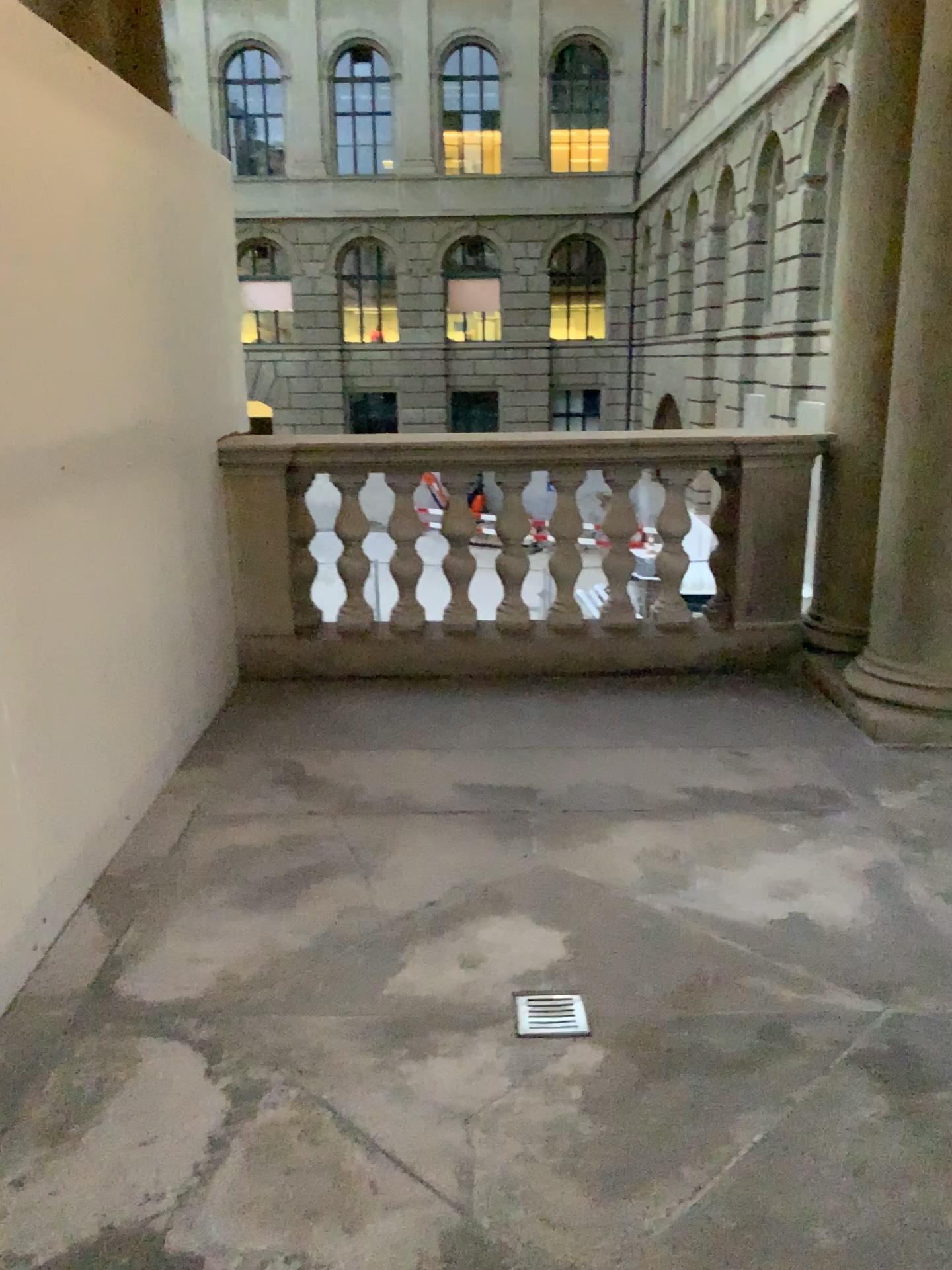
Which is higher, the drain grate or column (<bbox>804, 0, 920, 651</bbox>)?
column (<bbox>804, 0, 920, 651</bbox>)

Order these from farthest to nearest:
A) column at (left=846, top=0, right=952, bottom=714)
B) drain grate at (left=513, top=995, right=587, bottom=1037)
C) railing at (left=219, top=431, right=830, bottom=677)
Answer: railing at (left=219, top=431, right=830, bottom=677) < column at (left=846, top=0, right=952, bottom=714) < drain grate at (left=513, top=995, right=587, bottom=1037)

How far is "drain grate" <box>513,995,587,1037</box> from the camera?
2.12m

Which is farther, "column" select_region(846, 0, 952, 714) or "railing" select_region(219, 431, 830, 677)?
"railing" select_region(219, 431, 830, 677)

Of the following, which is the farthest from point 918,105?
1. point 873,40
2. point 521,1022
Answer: point 521,1022

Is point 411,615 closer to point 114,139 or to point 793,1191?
point 114,139

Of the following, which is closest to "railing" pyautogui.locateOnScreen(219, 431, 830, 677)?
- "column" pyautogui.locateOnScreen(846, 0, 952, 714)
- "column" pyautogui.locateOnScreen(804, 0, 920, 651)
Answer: "column" pyautogui.locateOnScreen(804, 0, 920, 651)

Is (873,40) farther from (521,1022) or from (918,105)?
(521,1022)

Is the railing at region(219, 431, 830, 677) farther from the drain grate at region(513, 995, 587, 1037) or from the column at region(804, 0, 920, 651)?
the drain grate at region(513, 995, 587, 1037)

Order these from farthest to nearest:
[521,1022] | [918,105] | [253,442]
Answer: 1. [253,442]
2. [918,105]
3. [521,1022]
